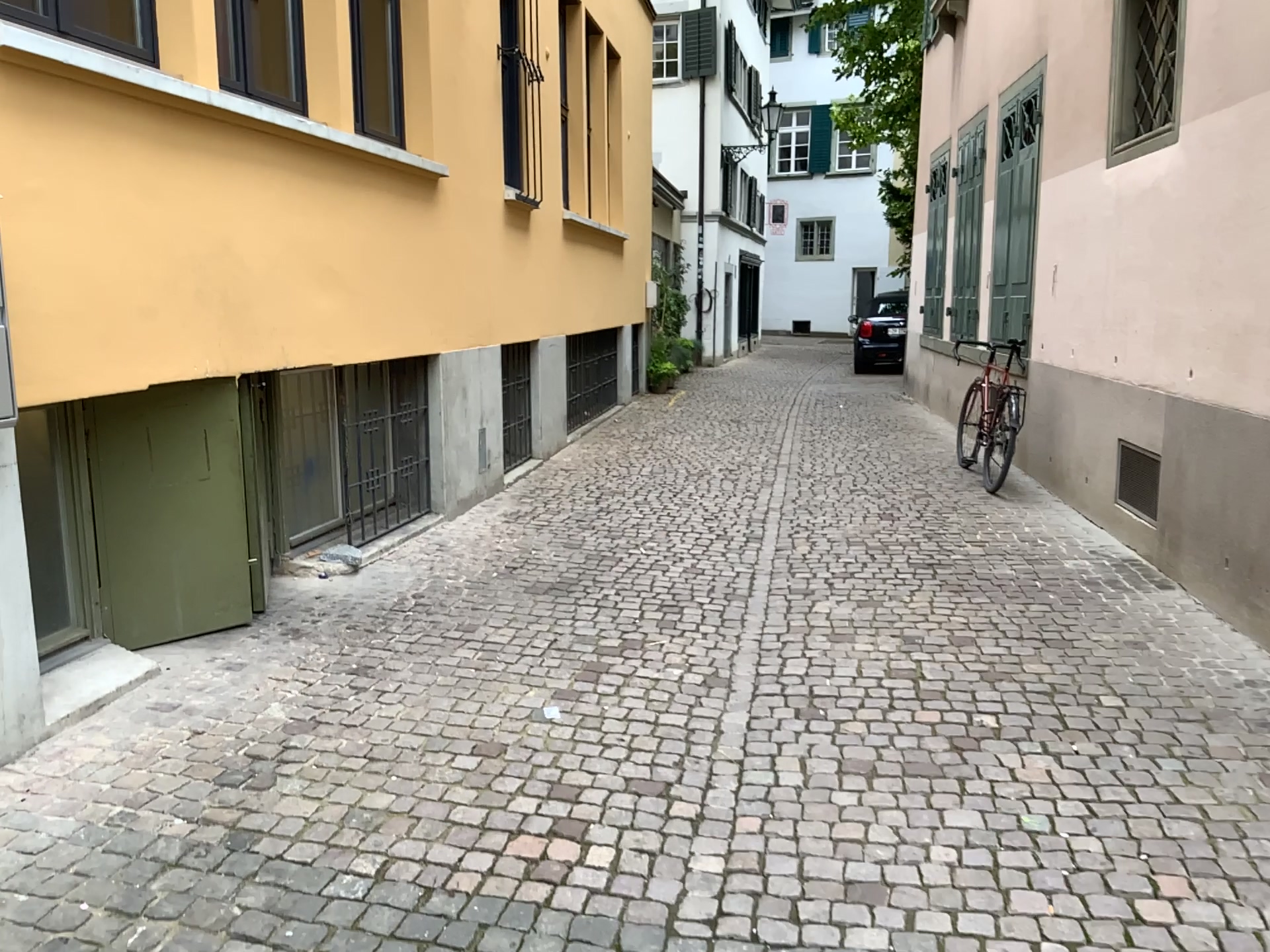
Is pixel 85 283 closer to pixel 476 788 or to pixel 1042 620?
pixel 476 788

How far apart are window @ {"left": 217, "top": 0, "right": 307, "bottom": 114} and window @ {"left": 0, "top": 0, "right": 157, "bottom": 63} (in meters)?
0.28

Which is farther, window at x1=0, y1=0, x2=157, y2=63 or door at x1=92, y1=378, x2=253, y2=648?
door at x1=92, y1=378, x2=253, y2=648

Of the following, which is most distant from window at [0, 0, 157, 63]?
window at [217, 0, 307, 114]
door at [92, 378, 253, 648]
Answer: door at [92, 378, 253, 648]

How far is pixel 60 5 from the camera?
3.7m

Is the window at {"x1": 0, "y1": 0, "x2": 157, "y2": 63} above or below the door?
above

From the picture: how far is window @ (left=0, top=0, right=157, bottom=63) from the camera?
3.7m

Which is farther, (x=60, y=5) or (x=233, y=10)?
(x=233, y=10)

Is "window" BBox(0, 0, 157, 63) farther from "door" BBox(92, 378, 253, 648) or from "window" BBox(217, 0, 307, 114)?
"door" BBox(92, 378, 253, 648)

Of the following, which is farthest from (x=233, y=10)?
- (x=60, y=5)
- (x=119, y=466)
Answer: (x=119, y=466)
